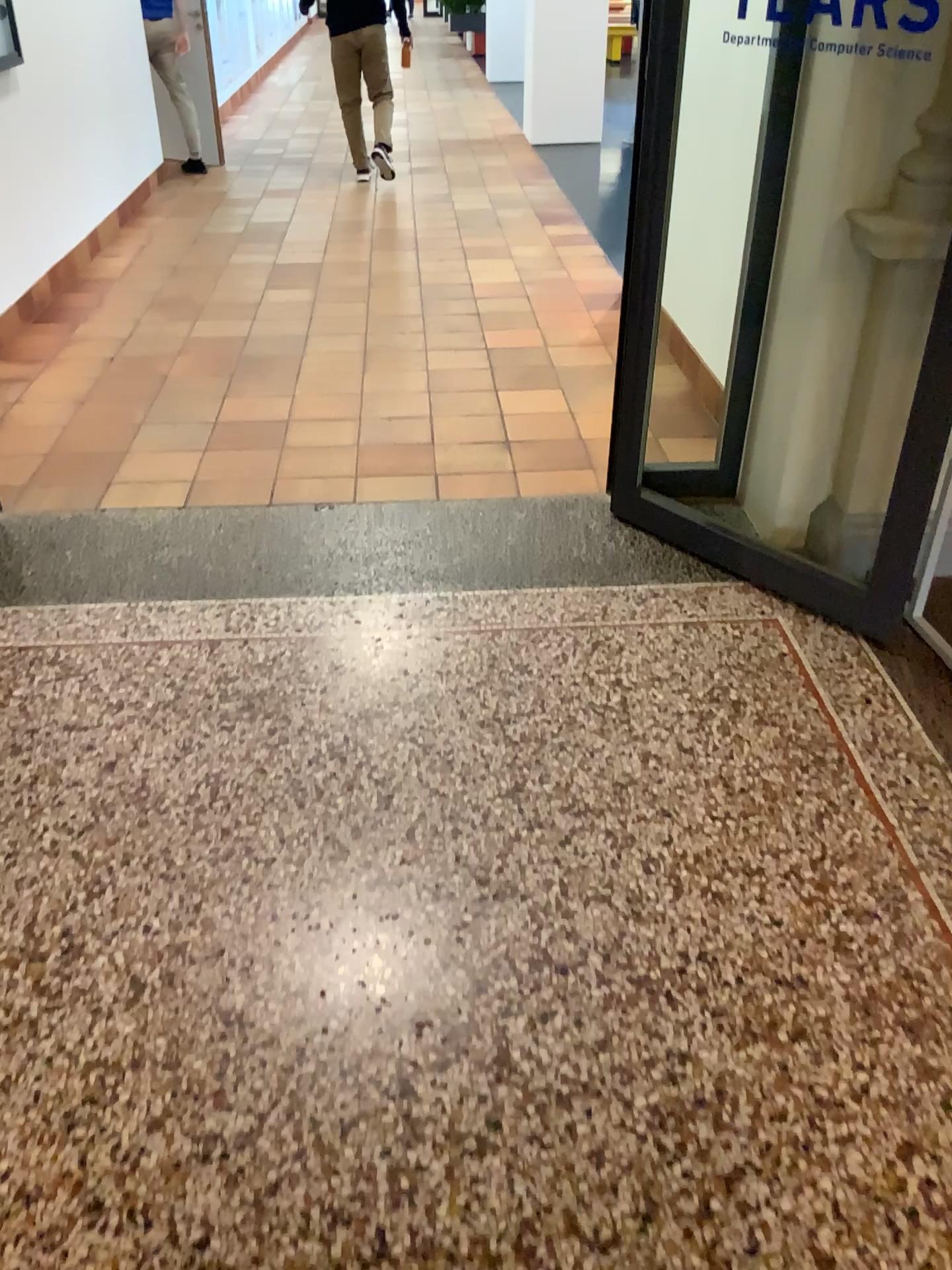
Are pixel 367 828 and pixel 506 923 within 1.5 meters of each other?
yes
